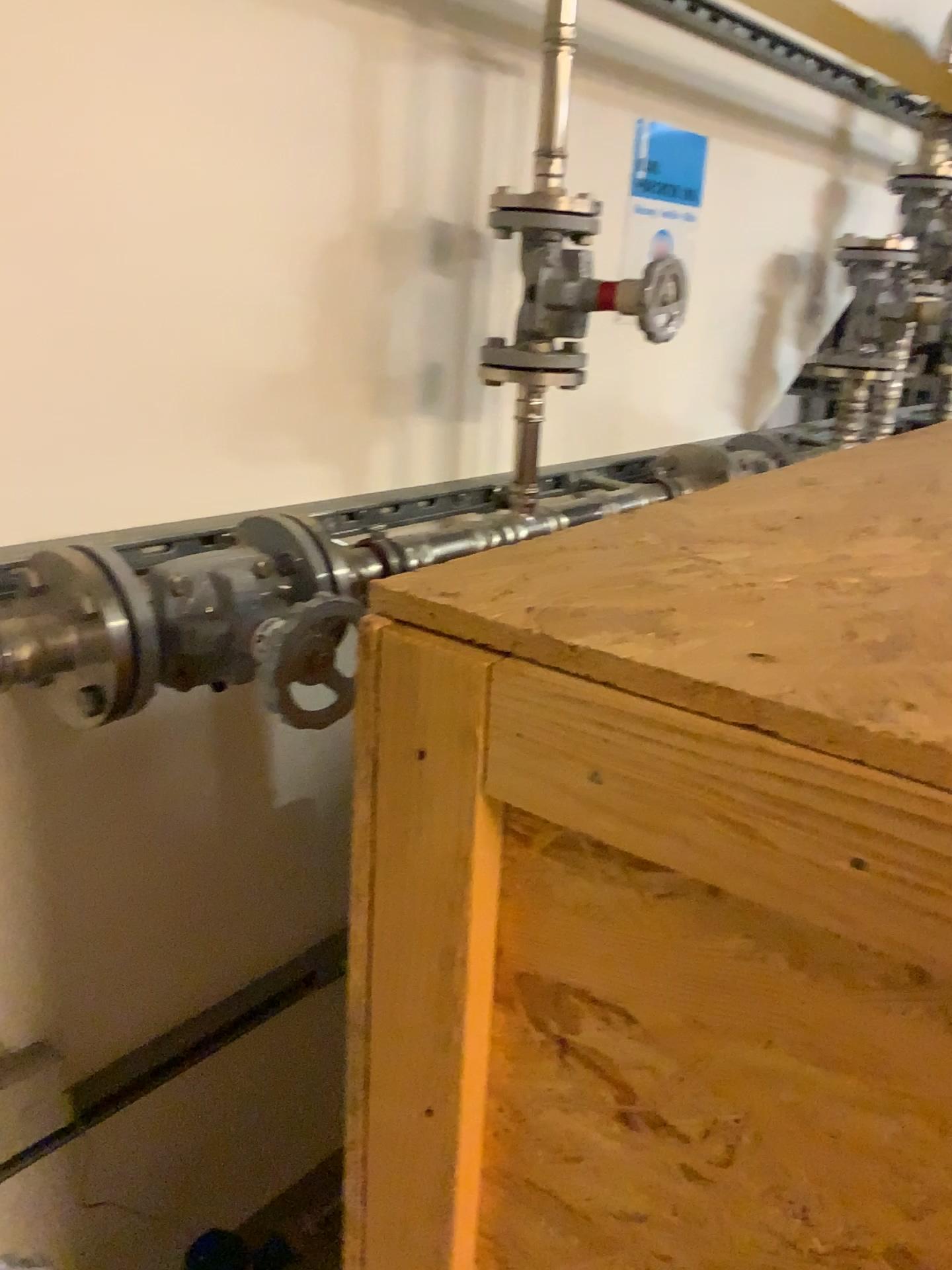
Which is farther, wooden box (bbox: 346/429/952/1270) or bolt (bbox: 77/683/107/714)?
bolt (bbox: 77/683/107/714)

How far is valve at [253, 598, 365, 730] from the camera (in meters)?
0.96

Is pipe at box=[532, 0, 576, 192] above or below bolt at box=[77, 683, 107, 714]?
above

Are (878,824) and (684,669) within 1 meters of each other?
yes

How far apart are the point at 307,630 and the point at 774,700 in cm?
64

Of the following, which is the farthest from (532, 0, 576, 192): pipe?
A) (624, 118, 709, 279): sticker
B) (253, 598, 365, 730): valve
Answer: (253, 598, 365, 730): valve

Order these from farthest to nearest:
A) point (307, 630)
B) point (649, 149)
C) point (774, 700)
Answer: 1. point (649, 149)
2. point (307, 630)
3. point (774, 700)

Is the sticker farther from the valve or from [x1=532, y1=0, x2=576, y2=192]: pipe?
the valve

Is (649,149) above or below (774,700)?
above

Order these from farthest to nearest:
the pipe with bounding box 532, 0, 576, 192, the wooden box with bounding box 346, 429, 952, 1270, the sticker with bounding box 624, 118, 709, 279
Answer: the sticker with bounding box 624, 118, 709, 279 < the pipe with bounding box 532, 0, 576, 192 < the wooden box with bounding box 346, 429, 952, 1270
